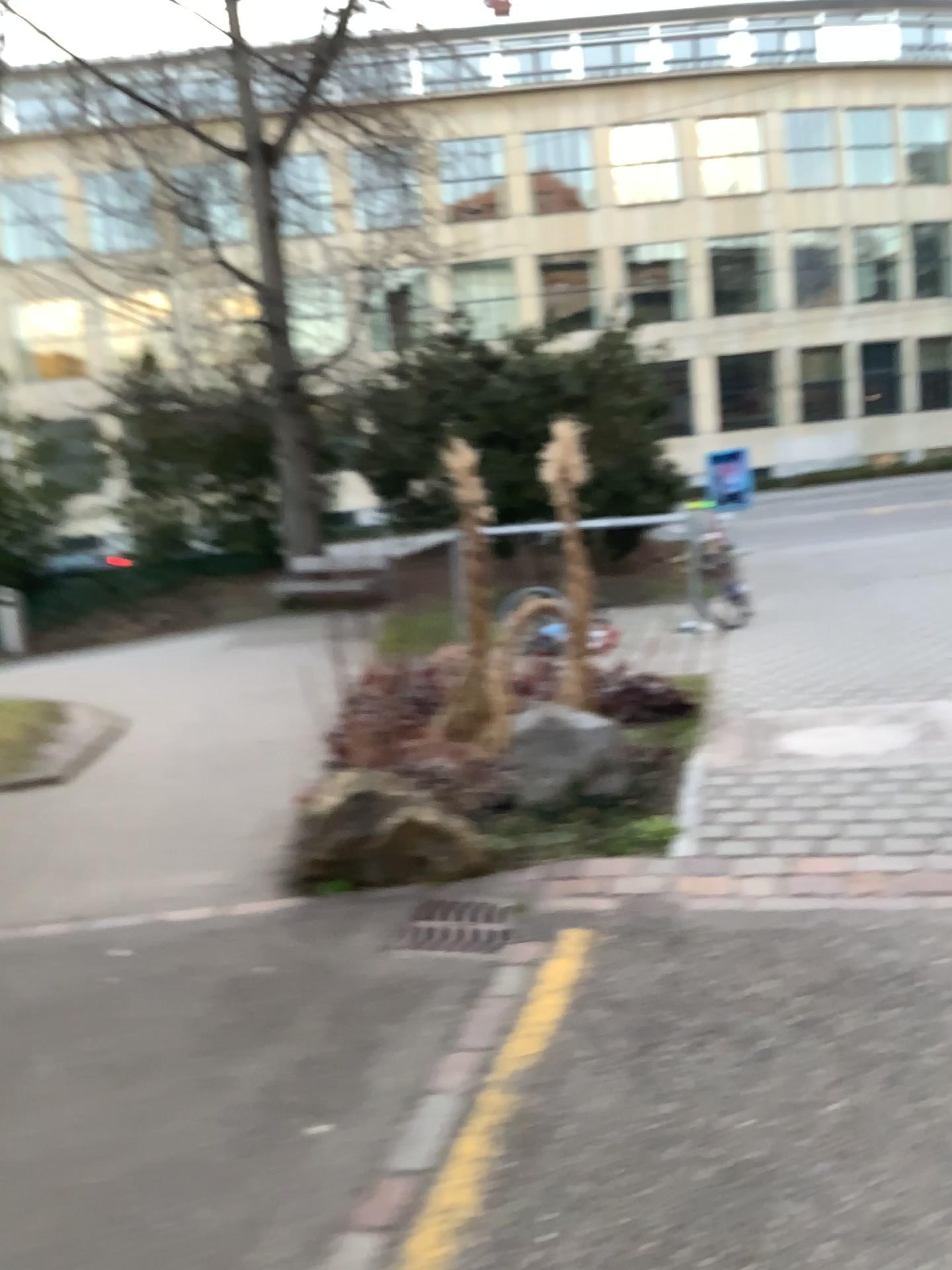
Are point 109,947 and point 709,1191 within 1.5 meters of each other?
no
